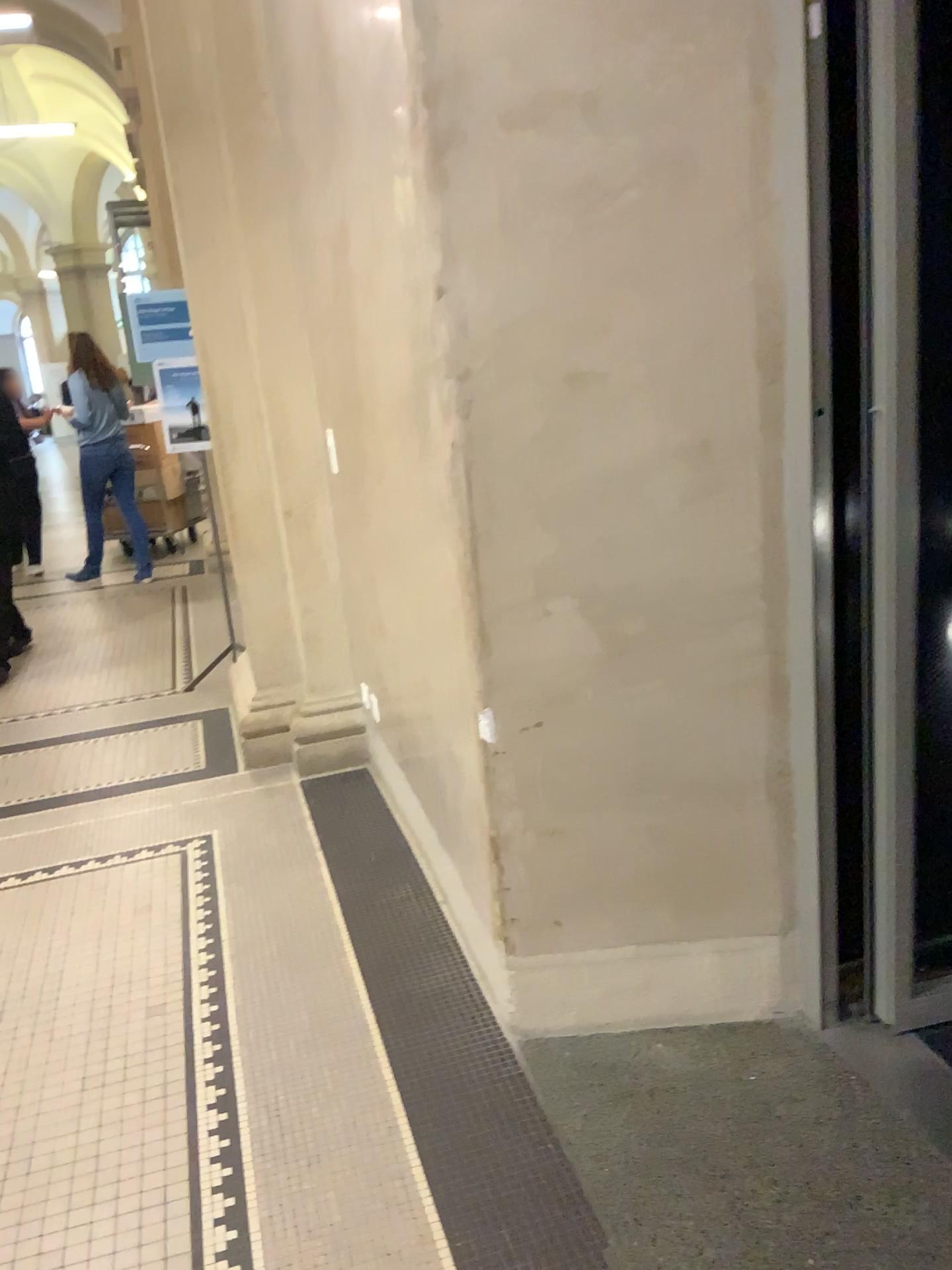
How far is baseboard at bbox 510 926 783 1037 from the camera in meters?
2.3

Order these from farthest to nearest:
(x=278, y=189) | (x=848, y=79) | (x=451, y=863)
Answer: (x=278, y=189) → (x=451, y=863) → (x=848, y=79)

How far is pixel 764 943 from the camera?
2.27m

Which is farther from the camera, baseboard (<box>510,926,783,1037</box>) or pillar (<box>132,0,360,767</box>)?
pillar (<box>132,0,360,767</box>)

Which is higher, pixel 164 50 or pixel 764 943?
pixel 164 50

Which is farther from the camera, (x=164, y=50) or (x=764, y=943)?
(x=164, y=50)
